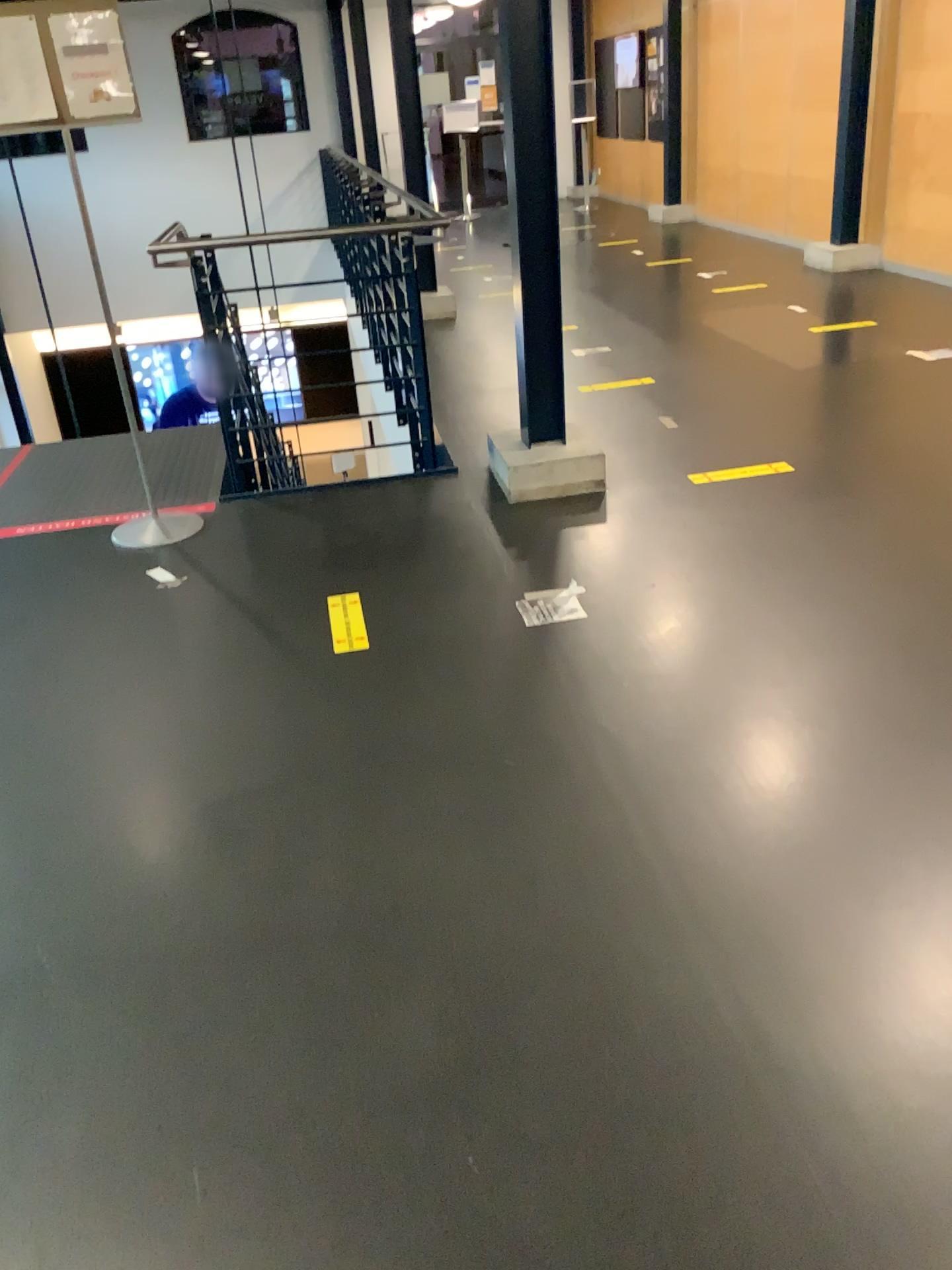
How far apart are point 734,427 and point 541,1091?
3.60m

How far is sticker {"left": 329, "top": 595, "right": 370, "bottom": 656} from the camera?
3.04m

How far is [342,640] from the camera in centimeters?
304cm
